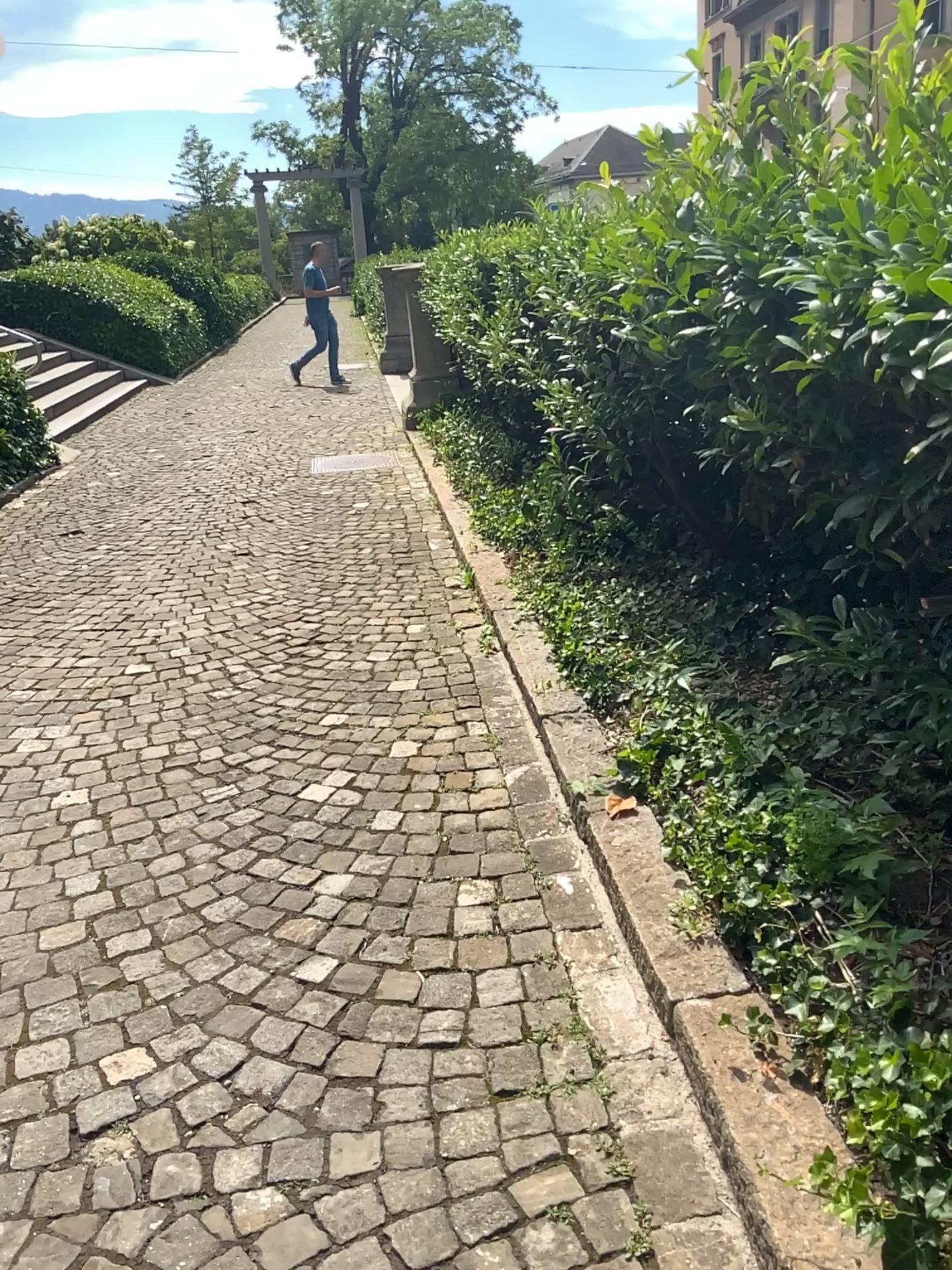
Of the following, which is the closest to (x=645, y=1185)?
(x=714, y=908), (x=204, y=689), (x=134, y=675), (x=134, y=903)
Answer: (x=714, y=908)
